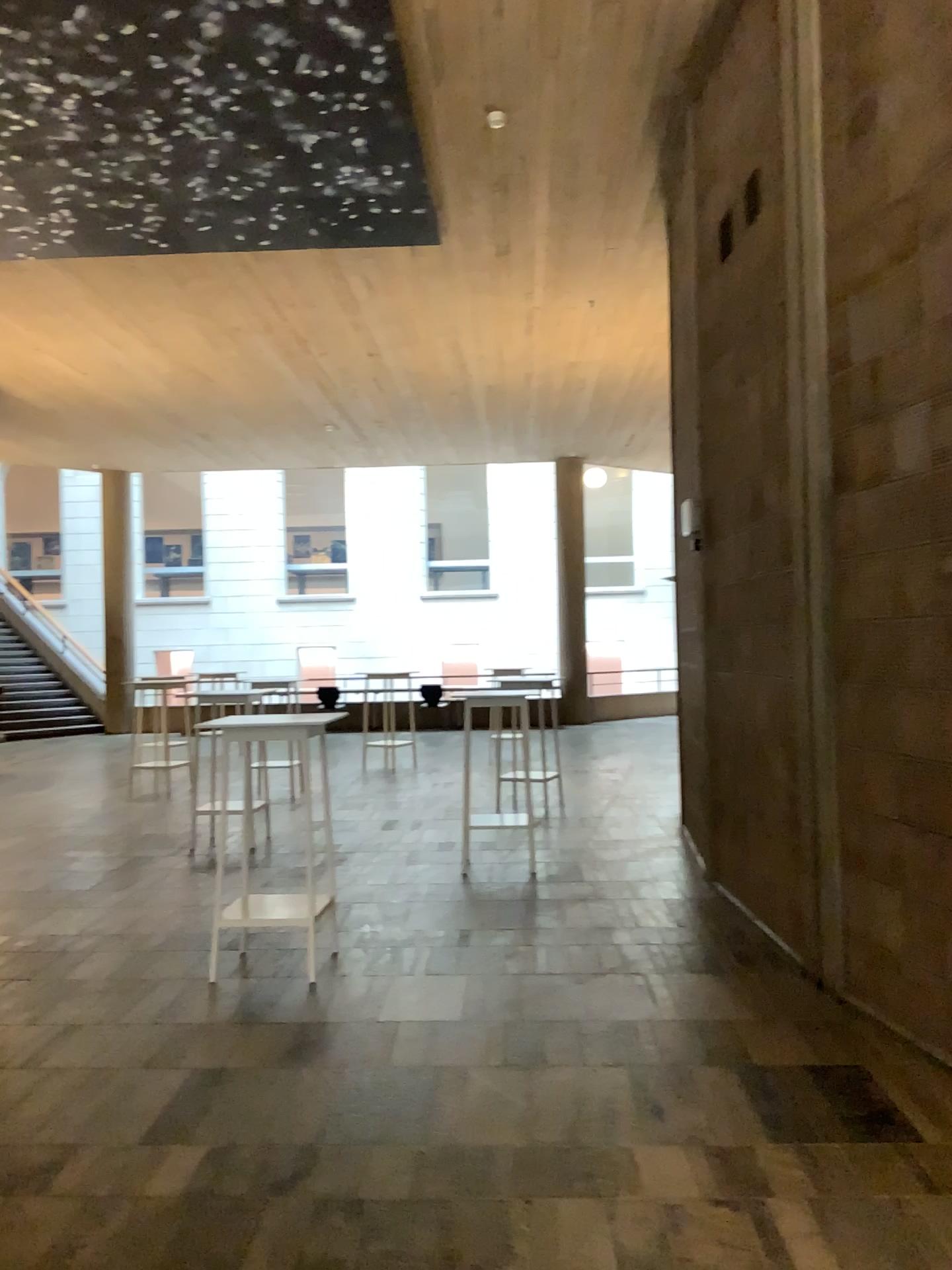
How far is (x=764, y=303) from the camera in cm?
521
